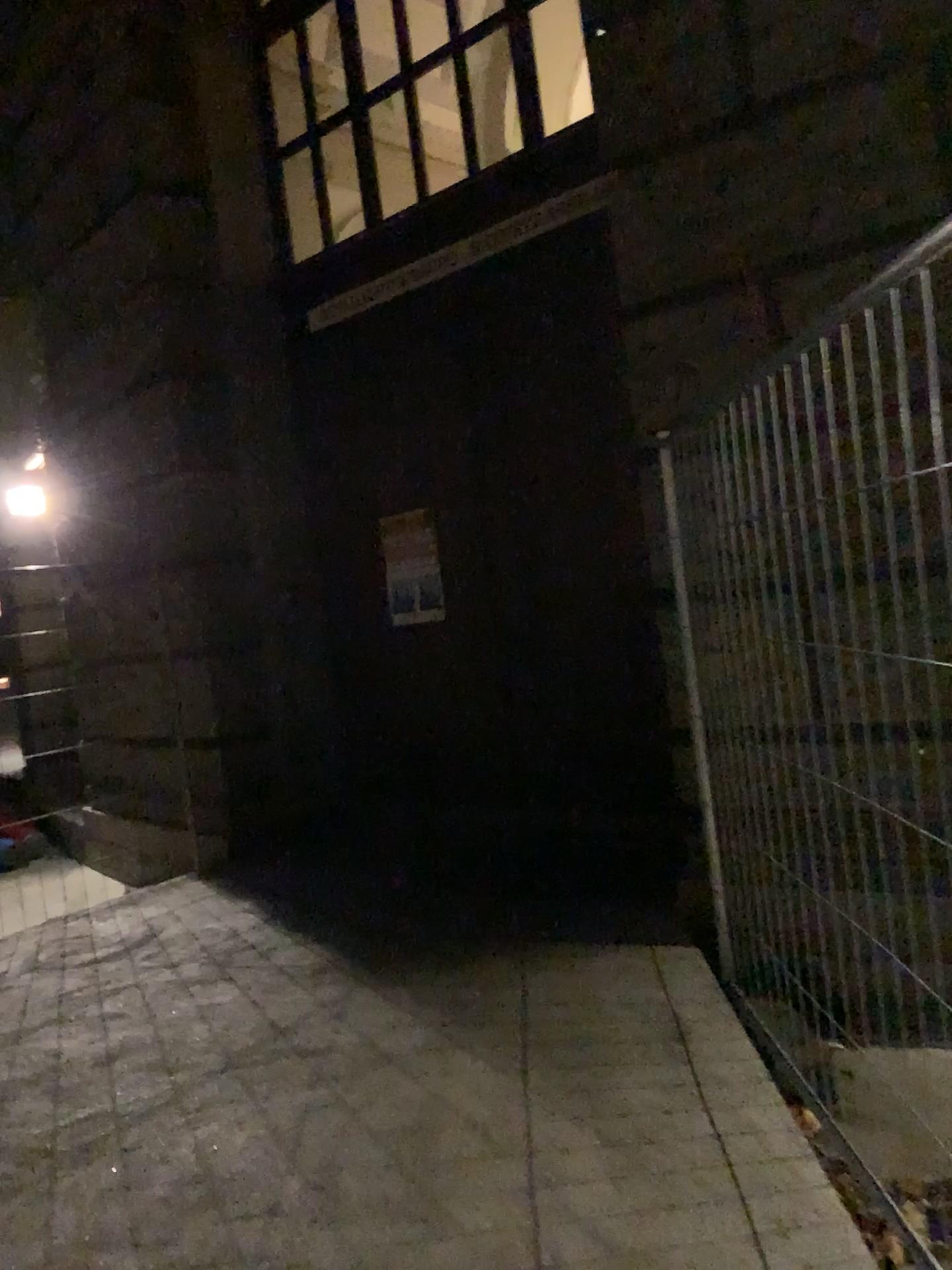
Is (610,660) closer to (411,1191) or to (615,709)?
(615,709)
